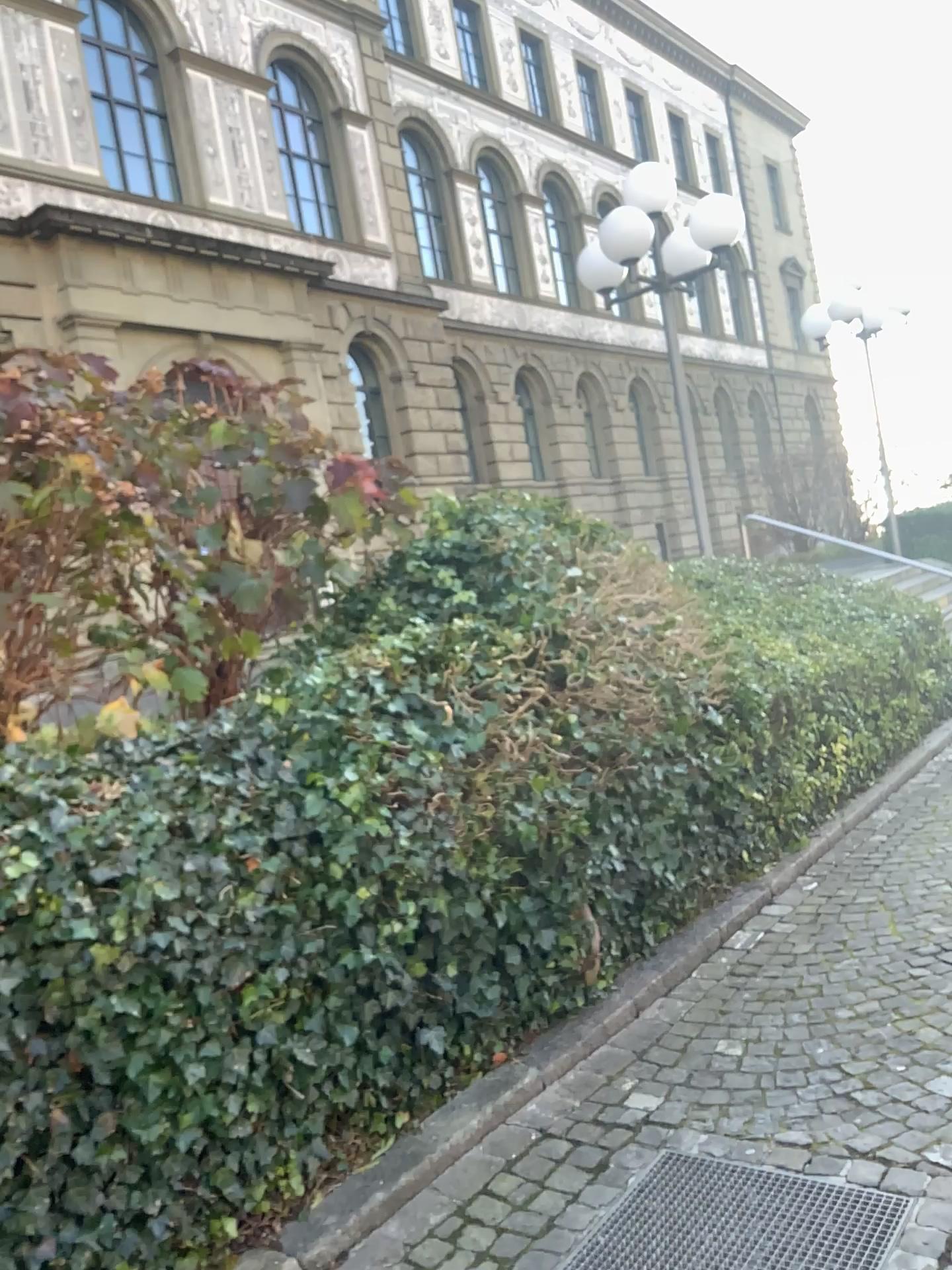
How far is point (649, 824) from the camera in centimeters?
423cm

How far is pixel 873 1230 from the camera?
2.40m

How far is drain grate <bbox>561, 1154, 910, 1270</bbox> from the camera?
2.40m
